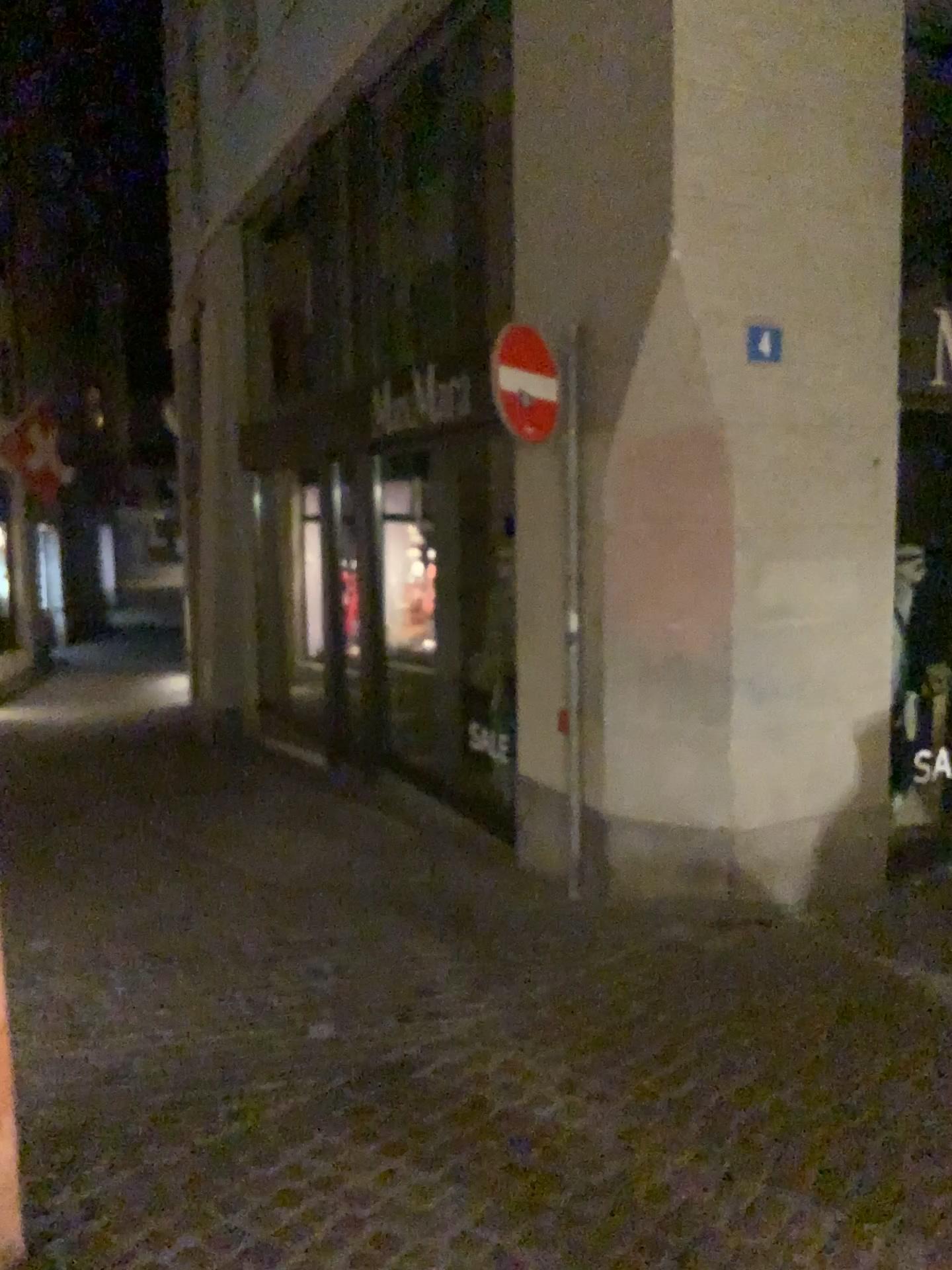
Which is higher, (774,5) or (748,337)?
(774,5)

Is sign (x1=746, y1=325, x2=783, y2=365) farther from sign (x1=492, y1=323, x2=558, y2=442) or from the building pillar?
sign (x1=492, y1=323, x2=558, y2=442)

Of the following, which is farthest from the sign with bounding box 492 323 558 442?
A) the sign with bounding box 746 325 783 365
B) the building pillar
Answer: the sign with bounding box 746 325 783 365

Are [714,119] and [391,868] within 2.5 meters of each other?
no

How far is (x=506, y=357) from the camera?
4.6 meters

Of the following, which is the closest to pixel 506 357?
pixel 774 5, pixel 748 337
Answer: pixel 748 337

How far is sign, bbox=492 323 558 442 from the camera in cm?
459
